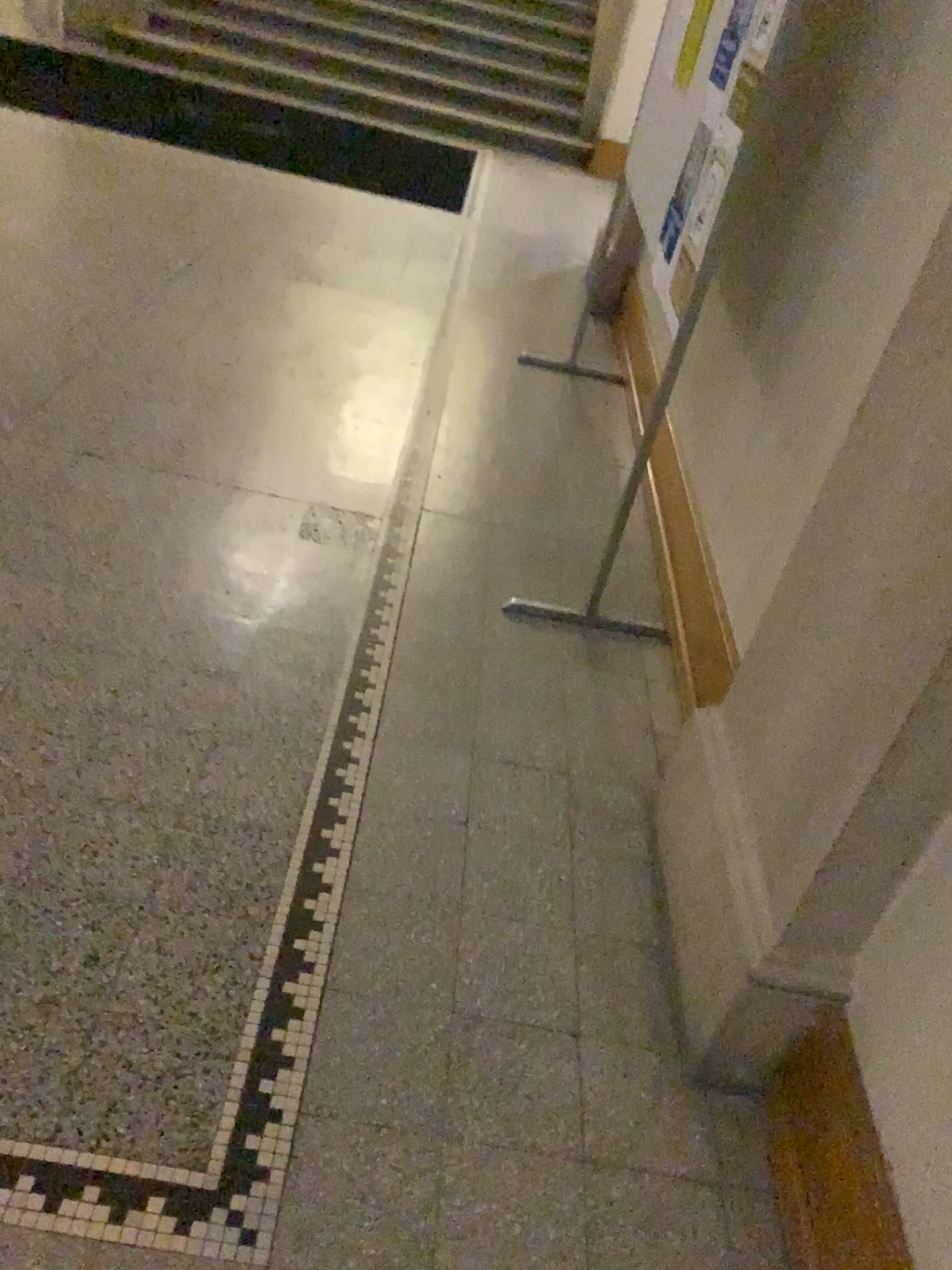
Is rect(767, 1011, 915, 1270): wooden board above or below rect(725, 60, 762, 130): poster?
below

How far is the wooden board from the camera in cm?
130

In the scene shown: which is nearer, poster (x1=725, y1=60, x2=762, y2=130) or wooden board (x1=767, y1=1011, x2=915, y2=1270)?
wooden board (x1=767, y1=1011, x2=915, y2=1270)

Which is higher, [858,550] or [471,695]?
[858,550]

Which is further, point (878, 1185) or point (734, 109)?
point (734, 109)

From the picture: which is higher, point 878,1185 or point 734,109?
point 734,109

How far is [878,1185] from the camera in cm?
130
